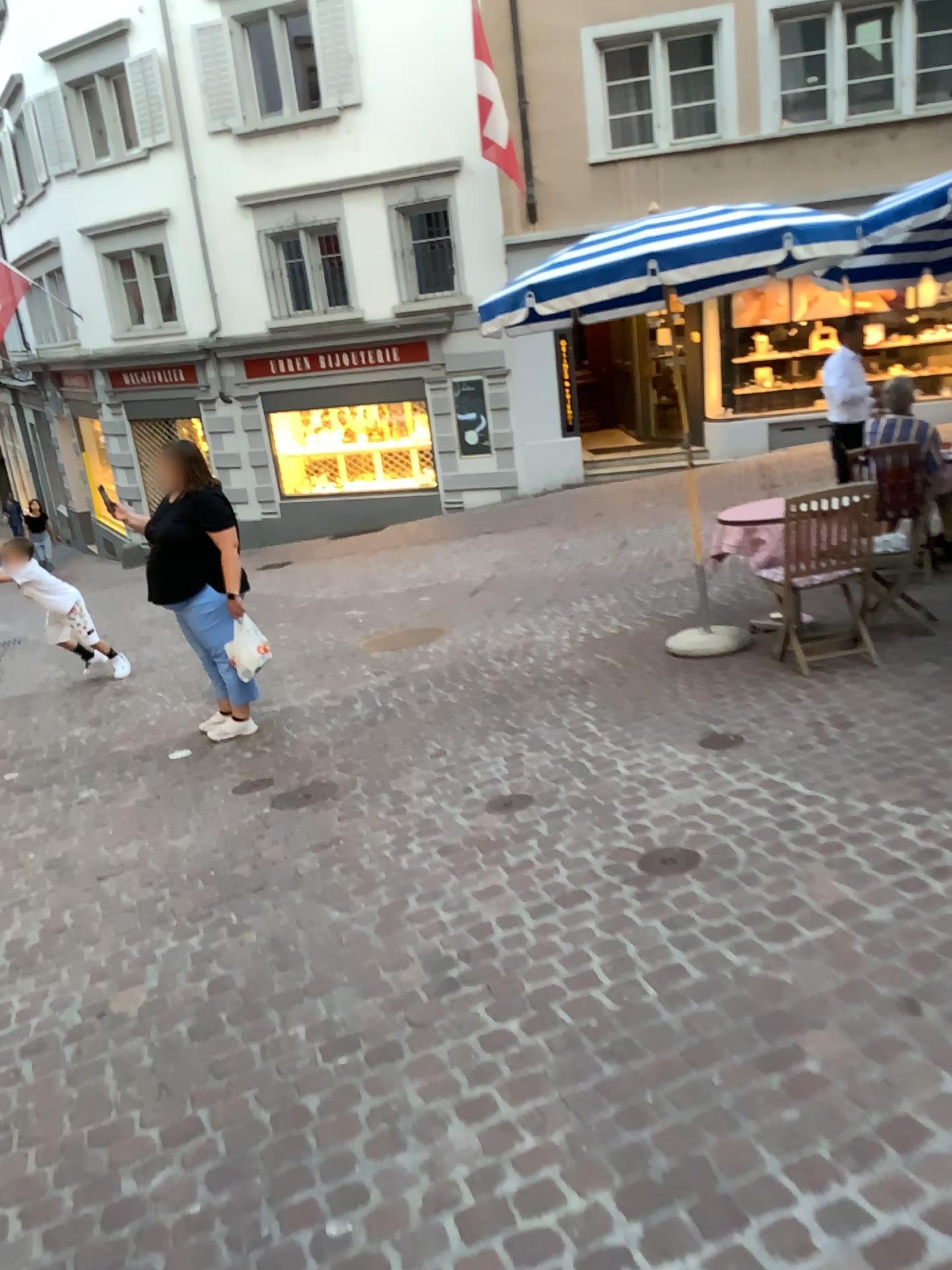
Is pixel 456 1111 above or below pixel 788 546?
below
